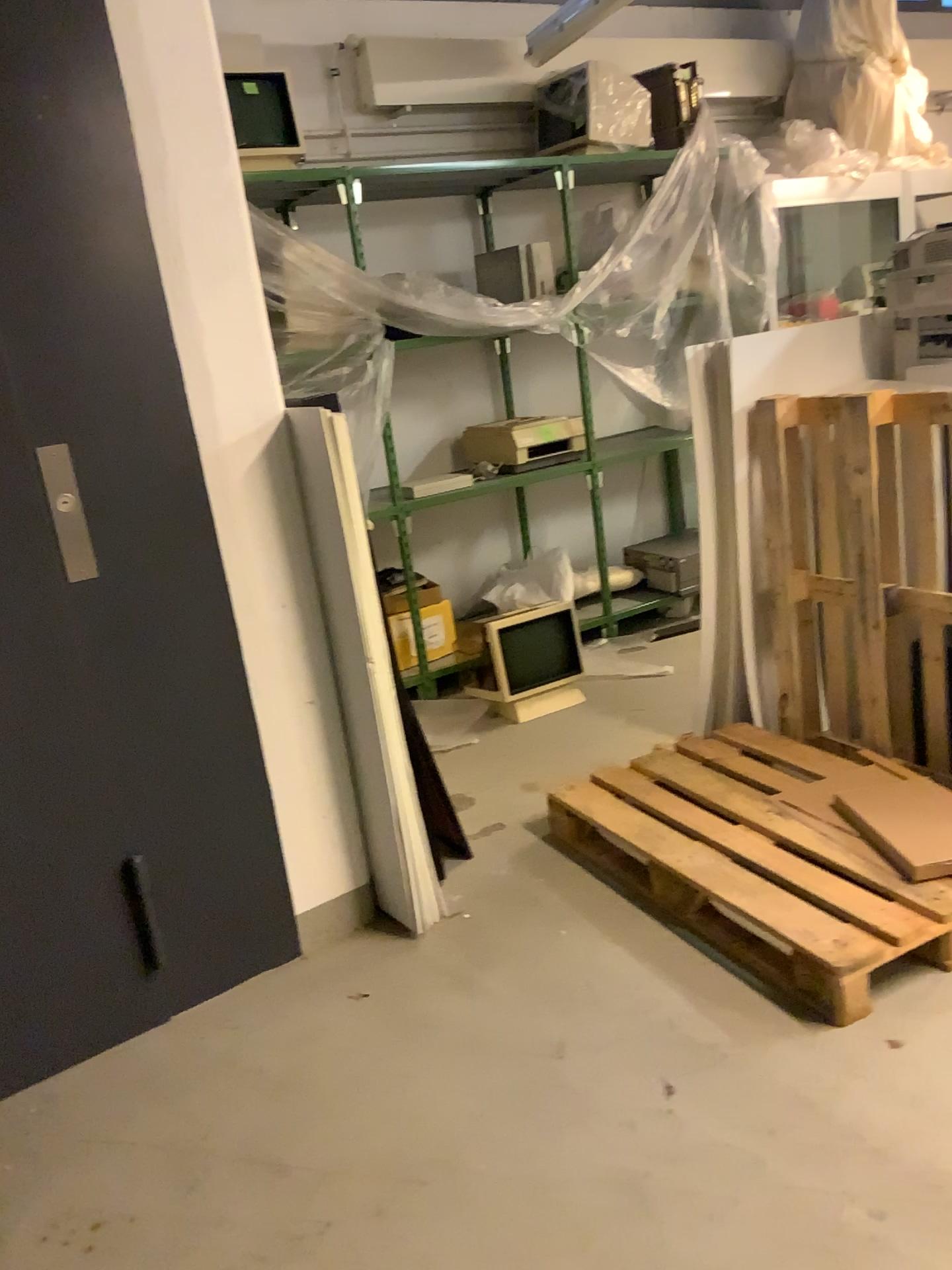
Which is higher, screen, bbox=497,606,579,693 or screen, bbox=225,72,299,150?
screen, bbox=225,72,299,150

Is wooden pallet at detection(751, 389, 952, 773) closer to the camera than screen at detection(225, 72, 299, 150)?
Yes

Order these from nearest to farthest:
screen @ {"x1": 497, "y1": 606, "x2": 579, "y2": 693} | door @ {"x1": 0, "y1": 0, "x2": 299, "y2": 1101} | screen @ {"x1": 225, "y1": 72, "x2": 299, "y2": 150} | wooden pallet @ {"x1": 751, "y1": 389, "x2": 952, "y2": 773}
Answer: door @ {"x1": 0, "y1": 0, "x2": 299, "y2": 1101}
wooden pallet @ {"x1": 751, "y1": 389, "x2": 952, "y2": 773}
screen @ {"x1": 225, "y1": 72, "x2": 299, "y2": 150}
screen @ {"x1": 497, "y1": 606, "x2": 579, "y2": 693}

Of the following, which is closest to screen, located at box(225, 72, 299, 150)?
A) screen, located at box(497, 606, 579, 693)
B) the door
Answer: the door

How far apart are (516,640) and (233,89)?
2.4m

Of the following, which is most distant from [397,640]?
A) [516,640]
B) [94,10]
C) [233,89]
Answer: [94,10]

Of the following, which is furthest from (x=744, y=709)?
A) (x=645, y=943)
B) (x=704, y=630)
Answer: (x=645, y=943)

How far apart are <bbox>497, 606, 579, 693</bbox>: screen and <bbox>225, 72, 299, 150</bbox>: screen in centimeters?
214cm

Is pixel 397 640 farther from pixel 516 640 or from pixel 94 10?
pixel 94 10

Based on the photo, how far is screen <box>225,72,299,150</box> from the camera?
3.99m
